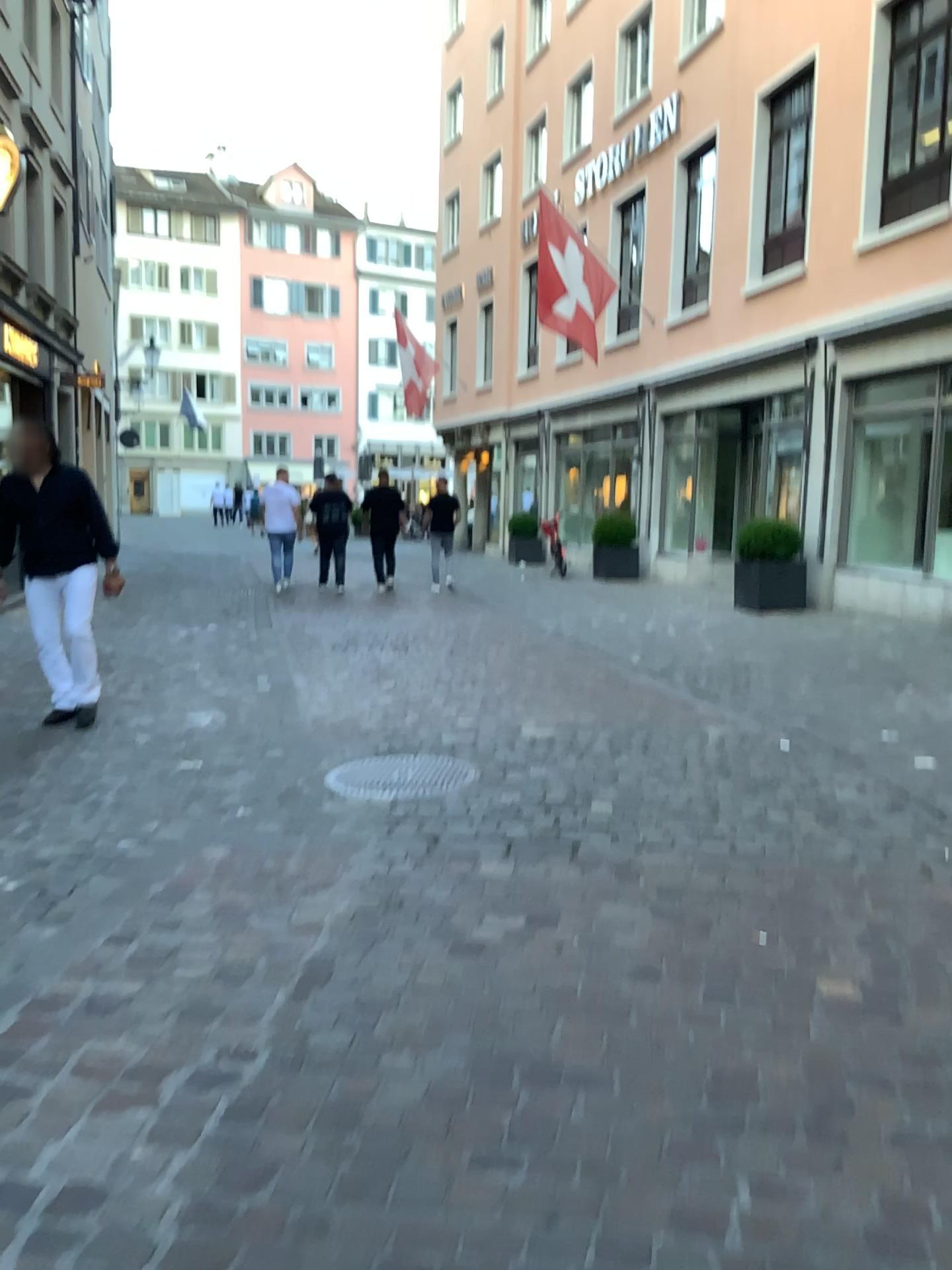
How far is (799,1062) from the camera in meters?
2.4 m
